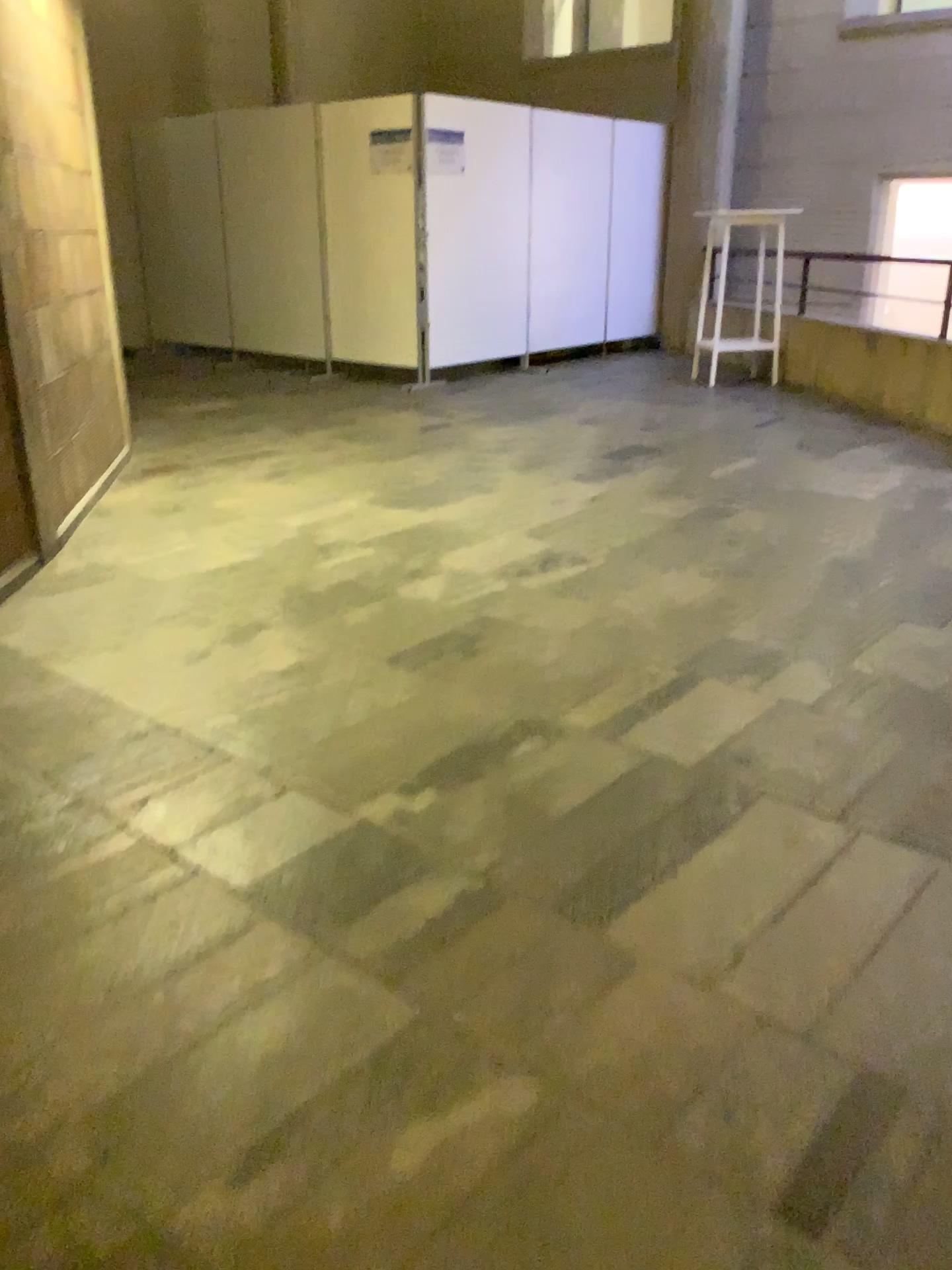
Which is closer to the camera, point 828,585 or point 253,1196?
point 253,1196
